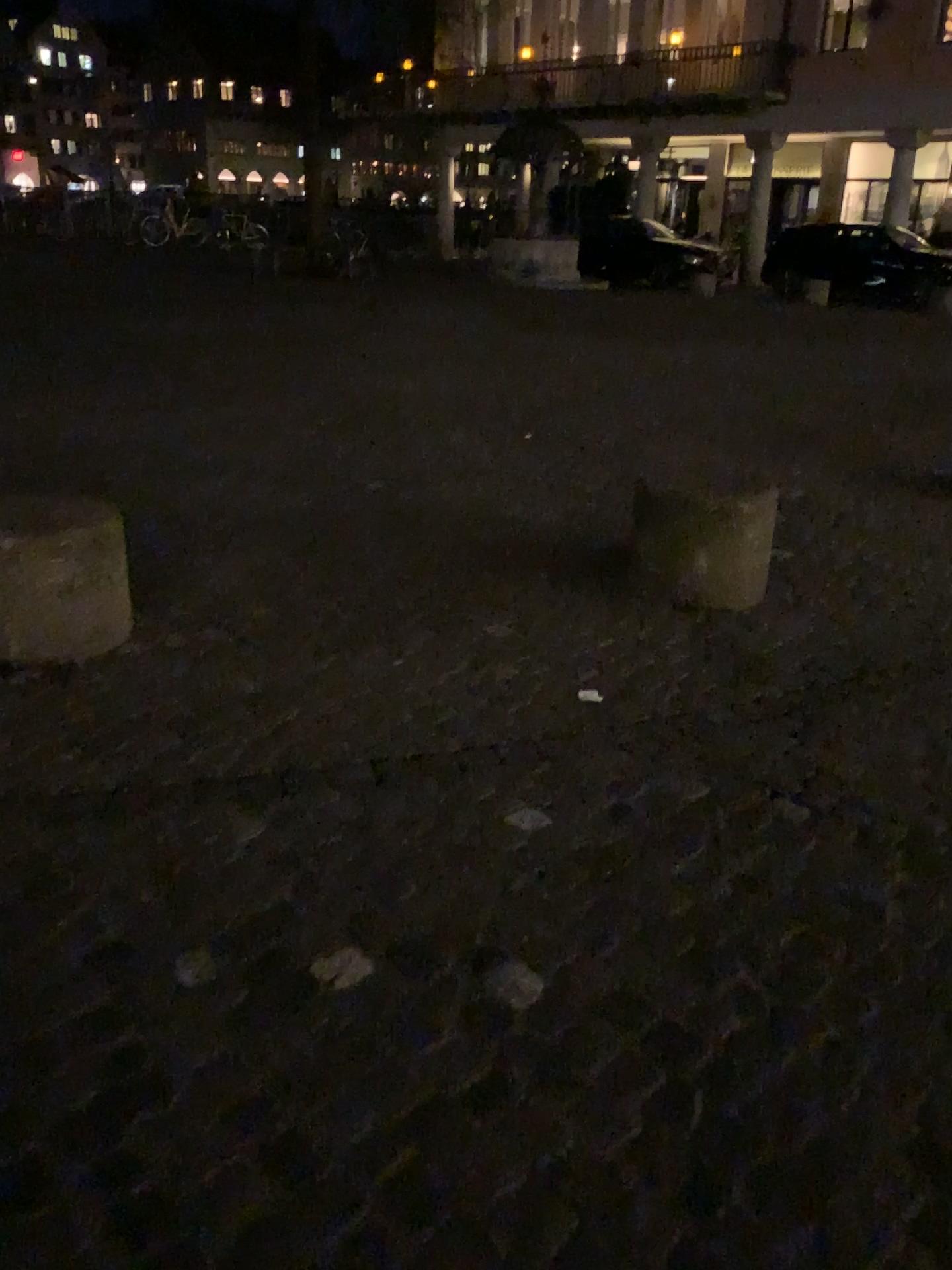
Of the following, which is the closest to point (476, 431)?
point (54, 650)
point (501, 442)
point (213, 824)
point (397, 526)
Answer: point (501, 442)
